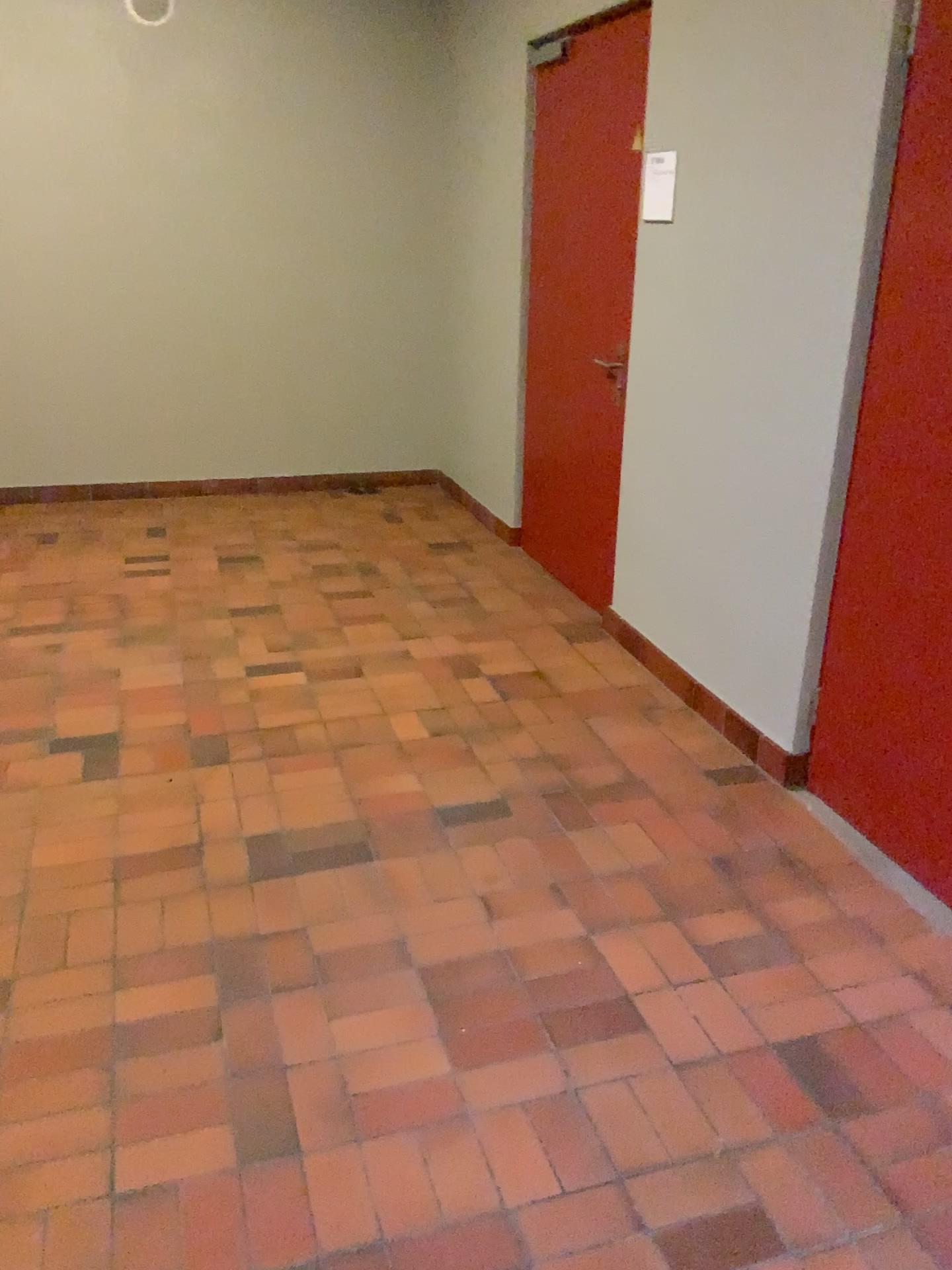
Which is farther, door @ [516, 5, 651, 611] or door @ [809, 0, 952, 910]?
door @ [516, 5, 651, 611]

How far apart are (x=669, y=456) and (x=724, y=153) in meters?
1.0

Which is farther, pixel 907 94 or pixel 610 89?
pixel 610 89
